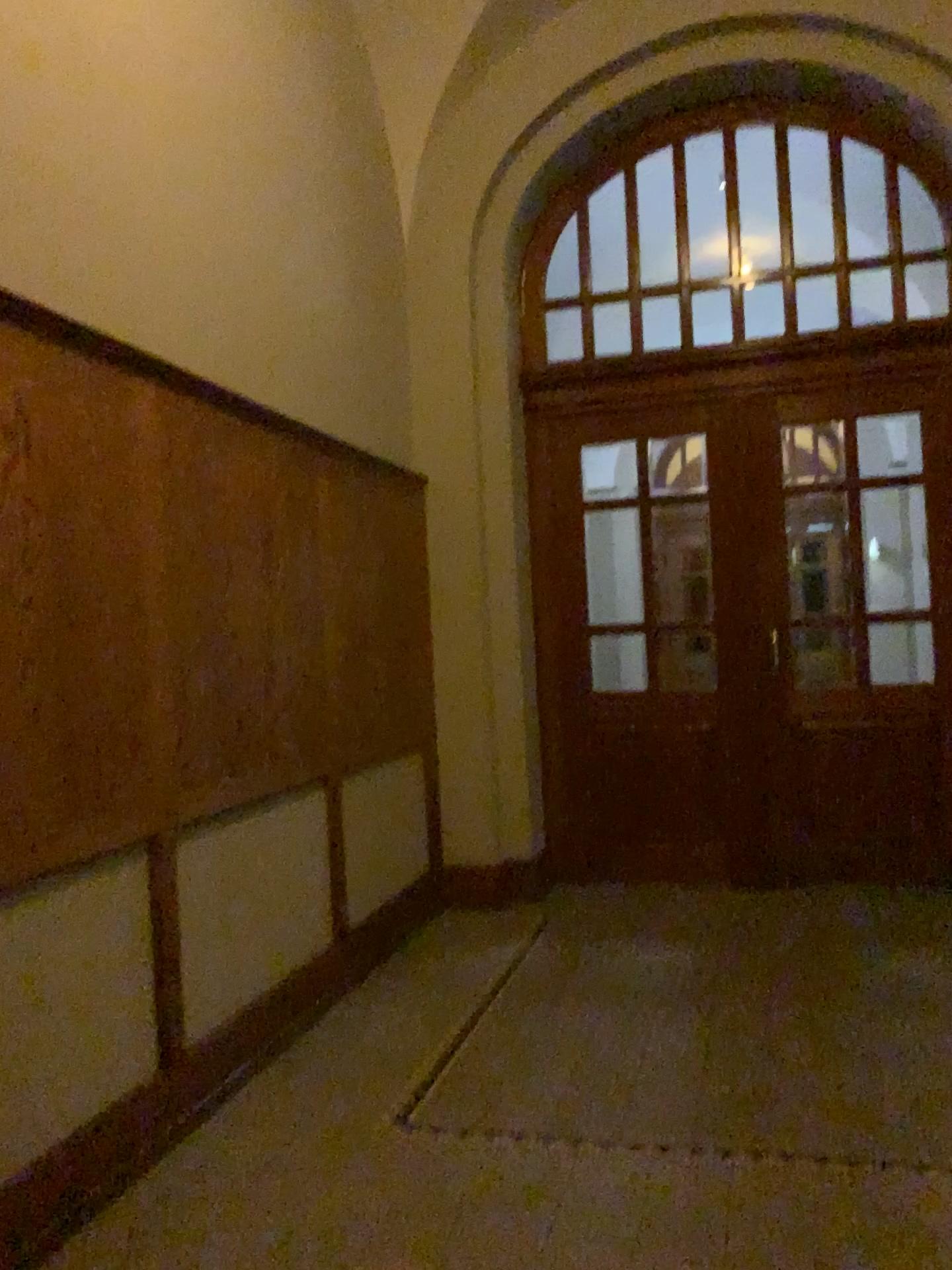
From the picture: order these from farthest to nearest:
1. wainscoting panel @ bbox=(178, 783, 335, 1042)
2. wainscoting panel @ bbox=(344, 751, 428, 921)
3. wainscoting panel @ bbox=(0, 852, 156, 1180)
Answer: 1. wainscoting panel @ bbox=(344, 751, 428, 921)
2. wainscoting panel @ bbox=(178, 783, 335, 1042)
3. wainscoting panel @ bbox=(0, 852, 156, 1180)

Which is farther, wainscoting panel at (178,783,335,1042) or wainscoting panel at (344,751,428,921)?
wainscoting panel at (344,751,428,921)

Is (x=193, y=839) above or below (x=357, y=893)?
above

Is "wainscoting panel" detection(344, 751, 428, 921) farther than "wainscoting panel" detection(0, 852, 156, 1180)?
Yes

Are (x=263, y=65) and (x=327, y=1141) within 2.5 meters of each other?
no

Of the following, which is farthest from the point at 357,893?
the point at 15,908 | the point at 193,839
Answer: the point at 15,908

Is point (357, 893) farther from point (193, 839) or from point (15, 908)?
point (15, 908)

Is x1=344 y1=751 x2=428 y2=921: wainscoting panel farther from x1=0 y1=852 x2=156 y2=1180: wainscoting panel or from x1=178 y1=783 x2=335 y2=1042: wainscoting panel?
x1=0 y1=852 x2=156 y2=1180: wainscoting panel

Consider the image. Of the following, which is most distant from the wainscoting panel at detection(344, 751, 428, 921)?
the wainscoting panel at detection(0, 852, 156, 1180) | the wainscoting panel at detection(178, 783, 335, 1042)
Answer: the wainscoting panel at detection(0, 852, 156, 1180)
